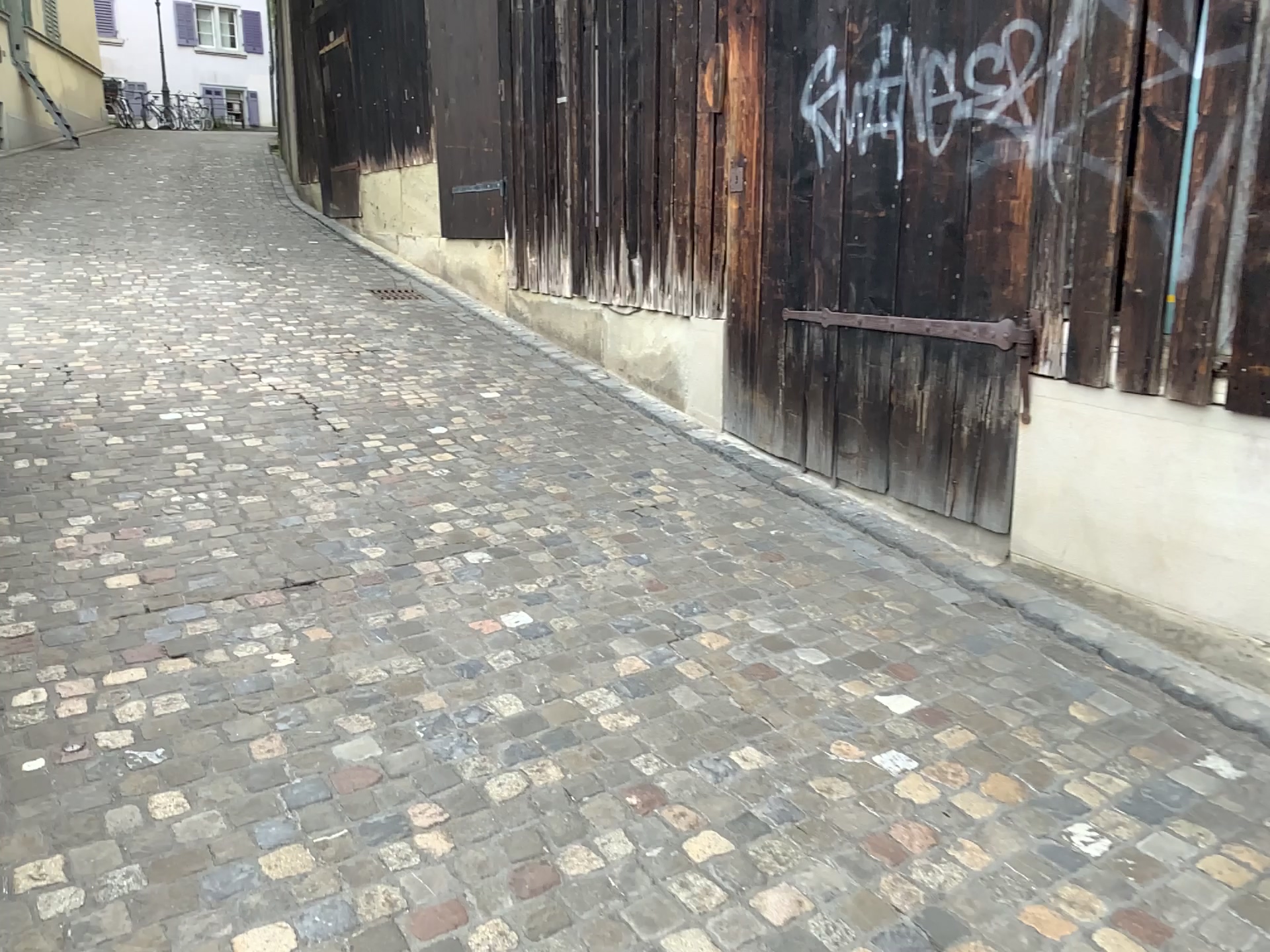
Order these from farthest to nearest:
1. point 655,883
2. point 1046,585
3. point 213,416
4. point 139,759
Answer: point 213,416, point 1046,585, point 139,759, point 655,883
